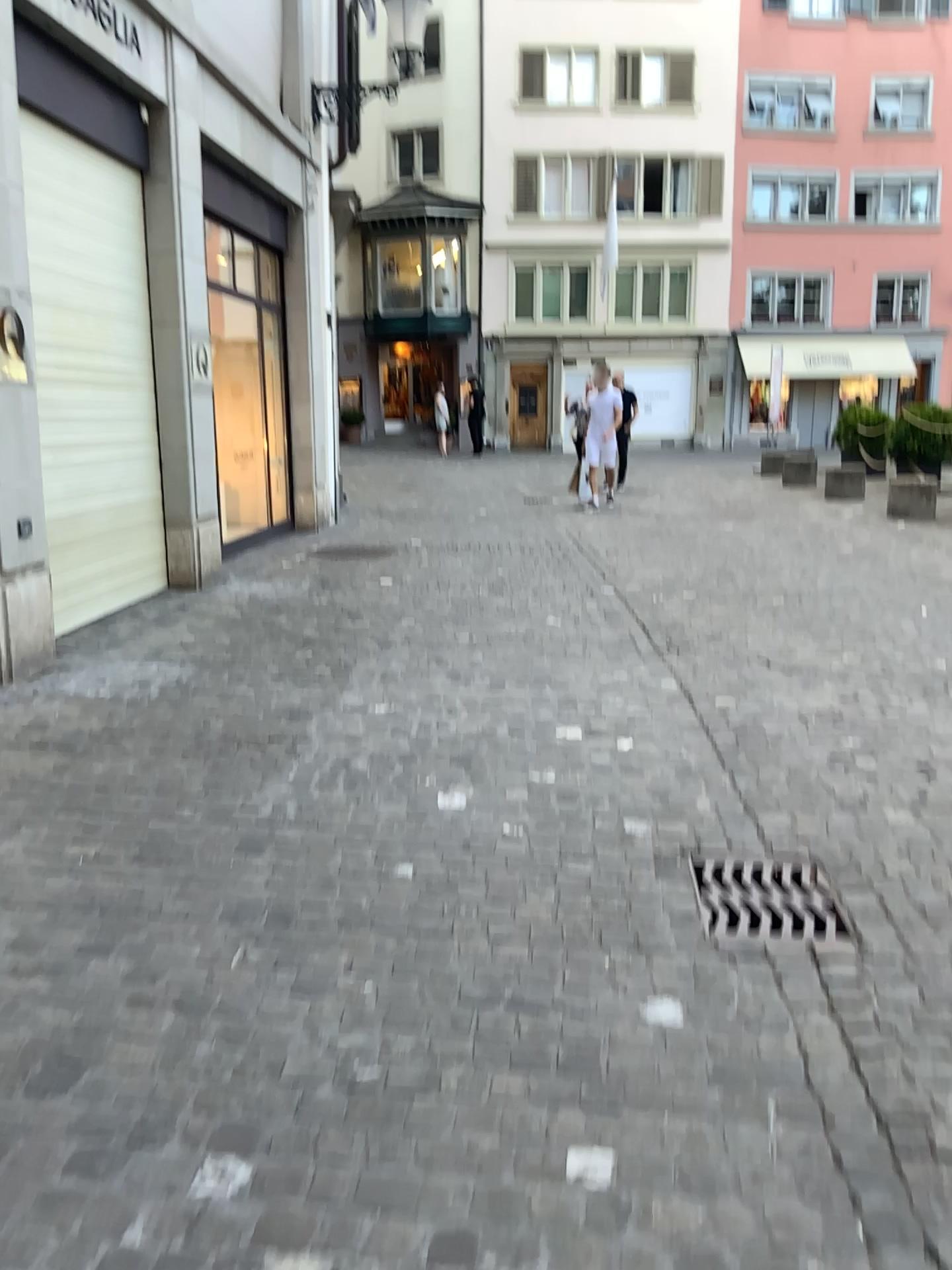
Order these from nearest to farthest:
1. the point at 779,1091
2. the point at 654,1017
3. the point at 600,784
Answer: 1. the point at 779,1091
2. the point at 654,1017
3. the point at 600,784
